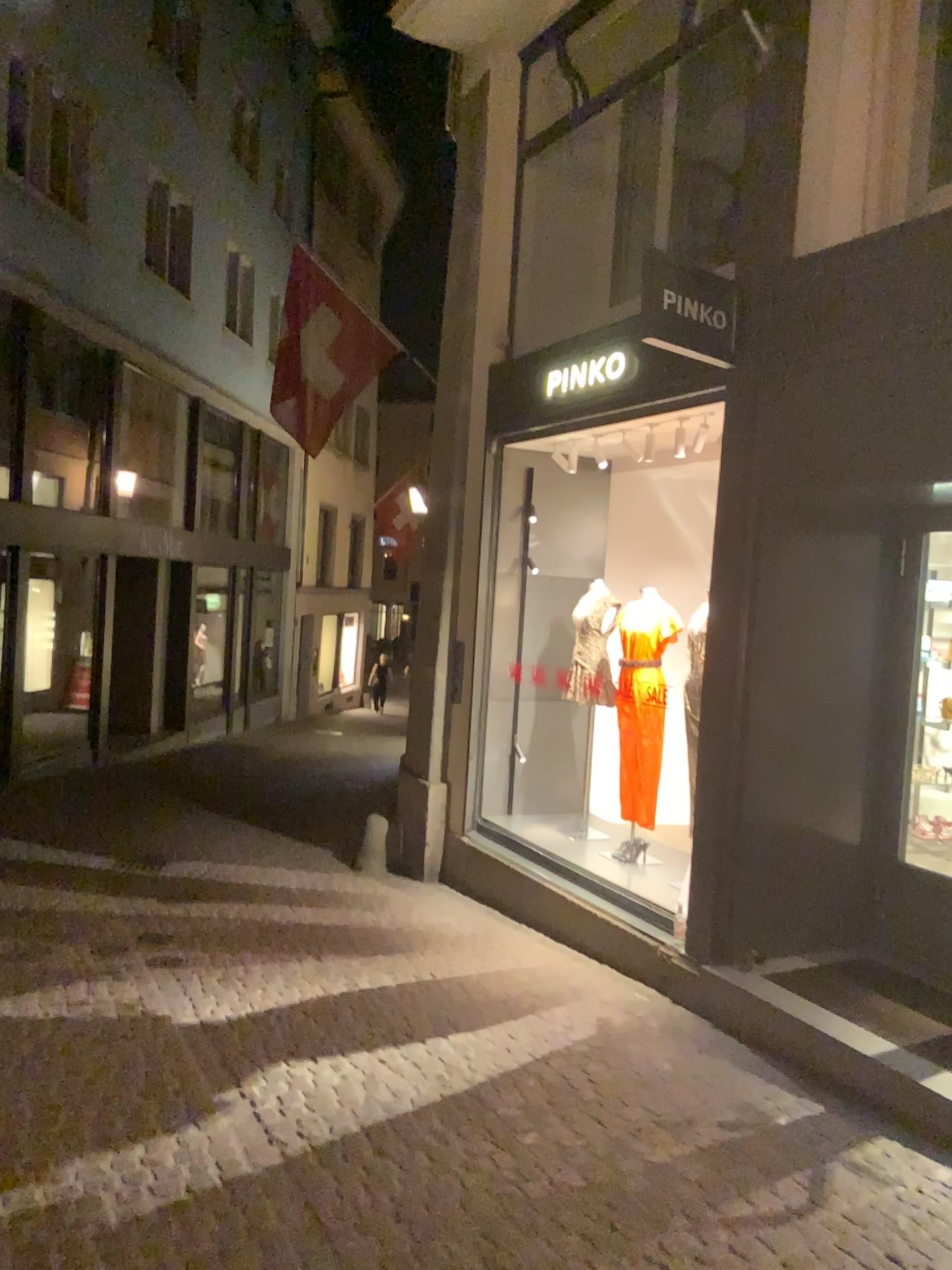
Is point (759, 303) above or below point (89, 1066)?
above
